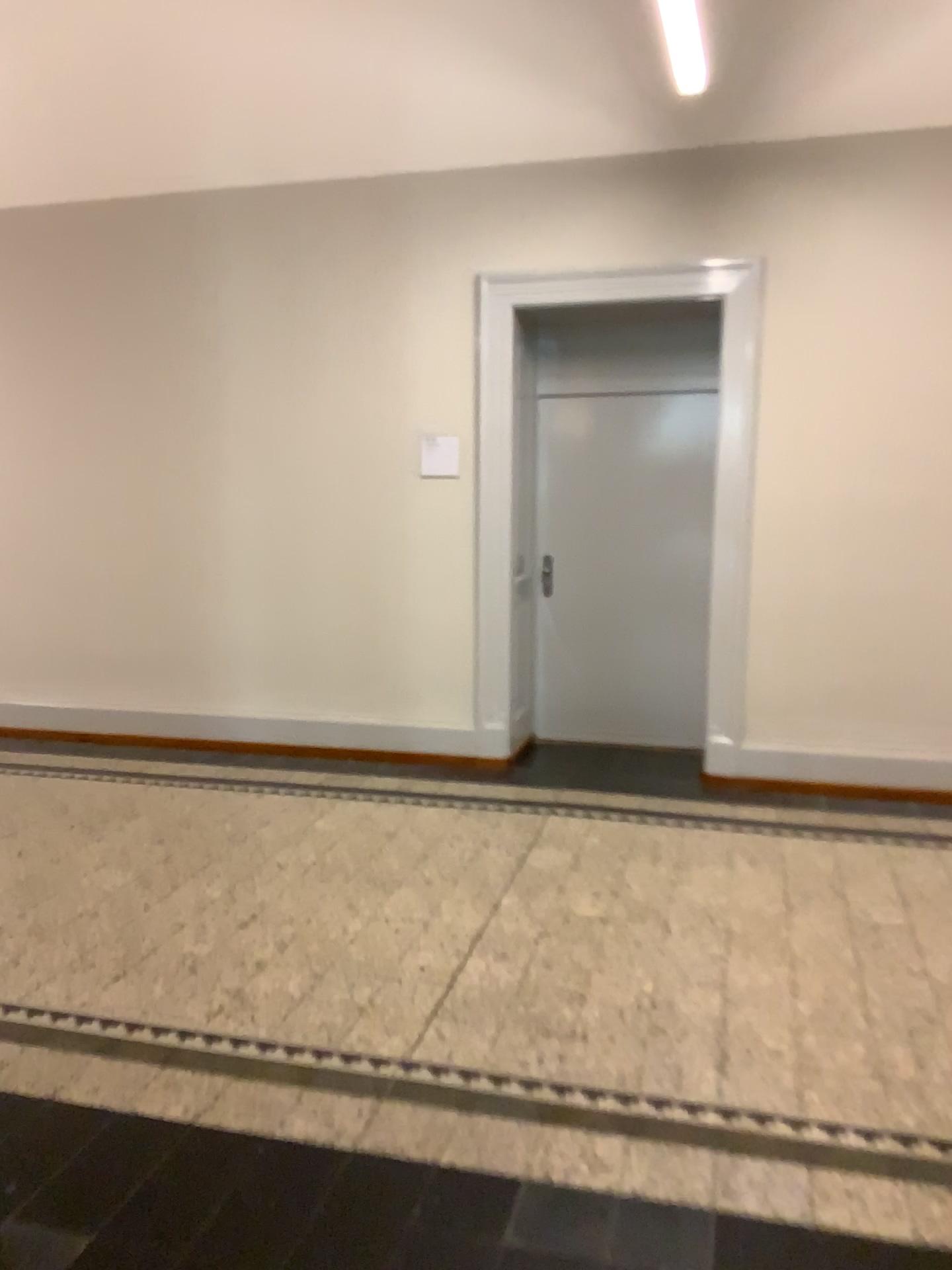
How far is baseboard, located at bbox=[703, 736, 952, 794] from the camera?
4.9 meters

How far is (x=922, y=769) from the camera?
4.9 meters

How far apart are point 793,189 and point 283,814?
3.7 meters
